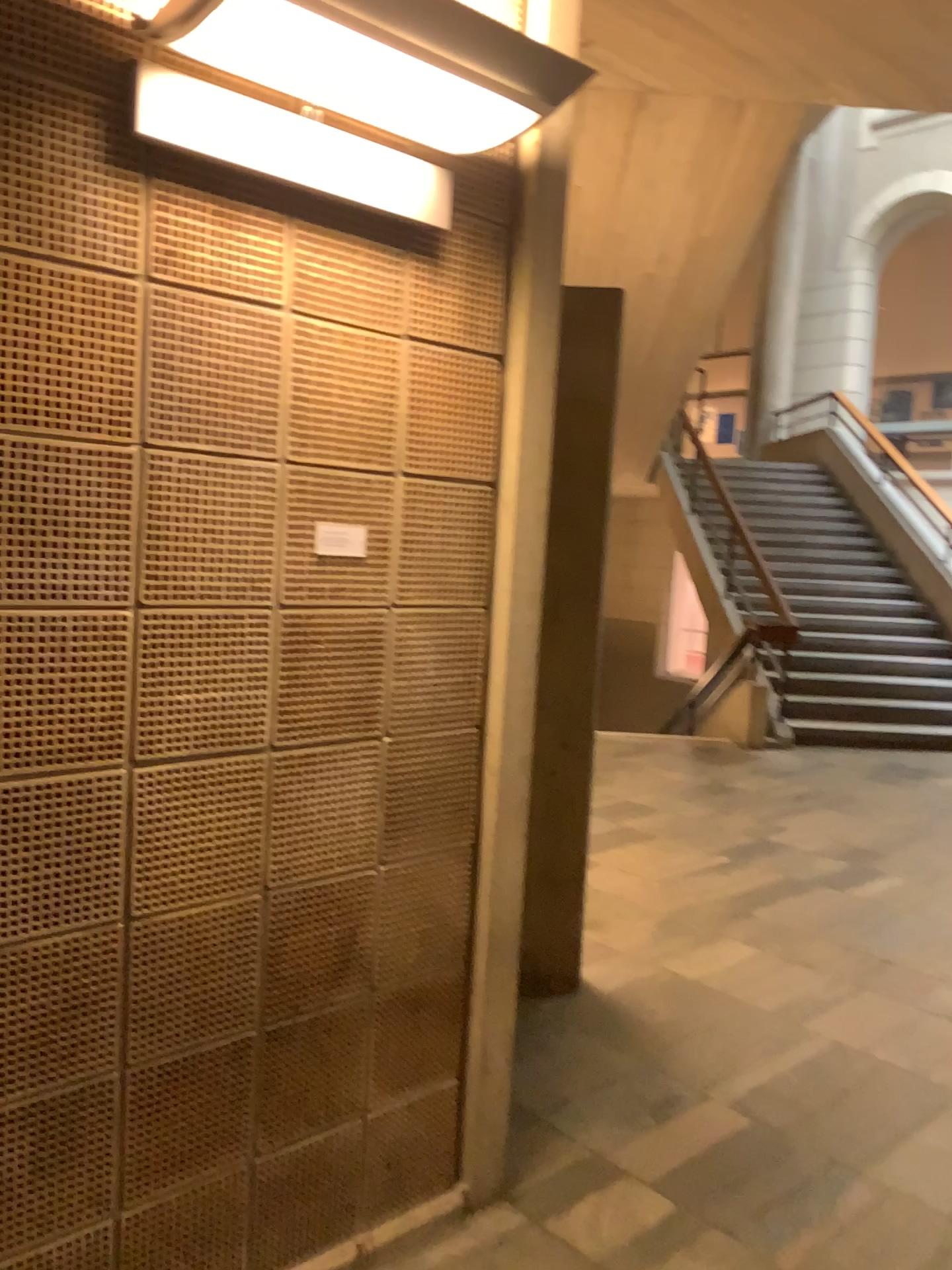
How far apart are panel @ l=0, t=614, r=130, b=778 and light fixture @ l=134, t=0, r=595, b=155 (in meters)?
0.83

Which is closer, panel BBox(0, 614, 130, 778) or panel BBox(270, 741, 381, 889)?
panel BBox(0, 614, 130, 778)

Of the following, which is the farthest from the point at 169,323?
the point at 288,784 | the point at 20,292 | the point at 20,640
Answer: the point at 288,784

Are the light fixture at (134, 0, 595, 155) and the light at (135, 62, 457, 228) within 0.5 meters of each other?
yes

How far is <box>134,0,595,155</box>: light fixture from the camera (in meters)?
1.45

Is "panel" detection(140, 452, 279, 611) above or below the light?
below

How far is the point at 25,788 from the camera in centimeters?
157cm

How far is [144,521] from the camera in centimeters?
165cm

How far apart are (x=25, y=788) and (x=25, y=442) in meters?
0.5

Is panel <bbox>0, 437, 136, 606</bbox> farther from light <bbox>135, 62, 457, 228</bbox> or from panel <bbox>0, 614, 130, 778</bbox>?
light <bbox>135, 62, 457, 228</bbox>
